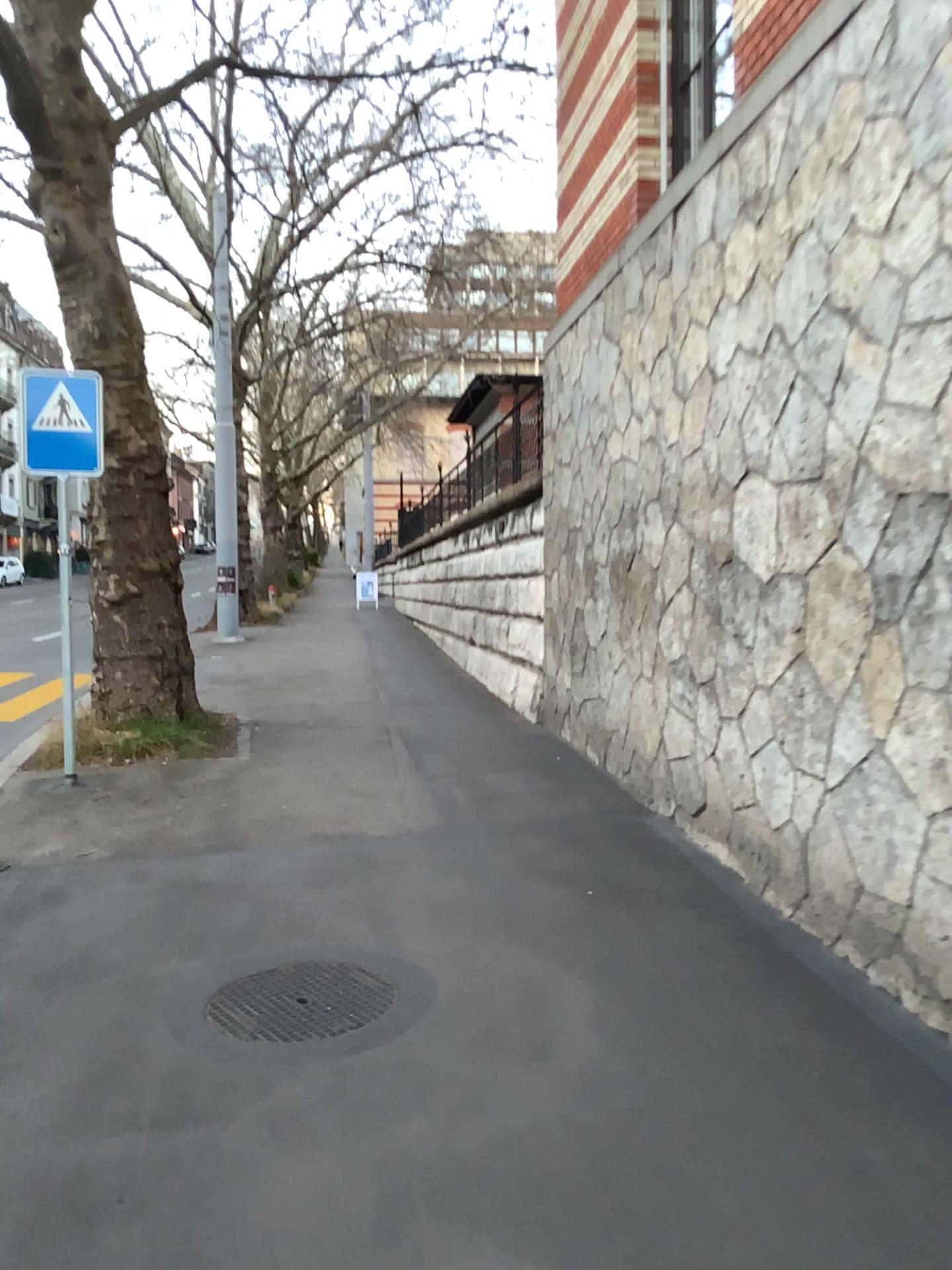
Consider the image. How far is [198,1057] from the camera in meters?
3.4 m
